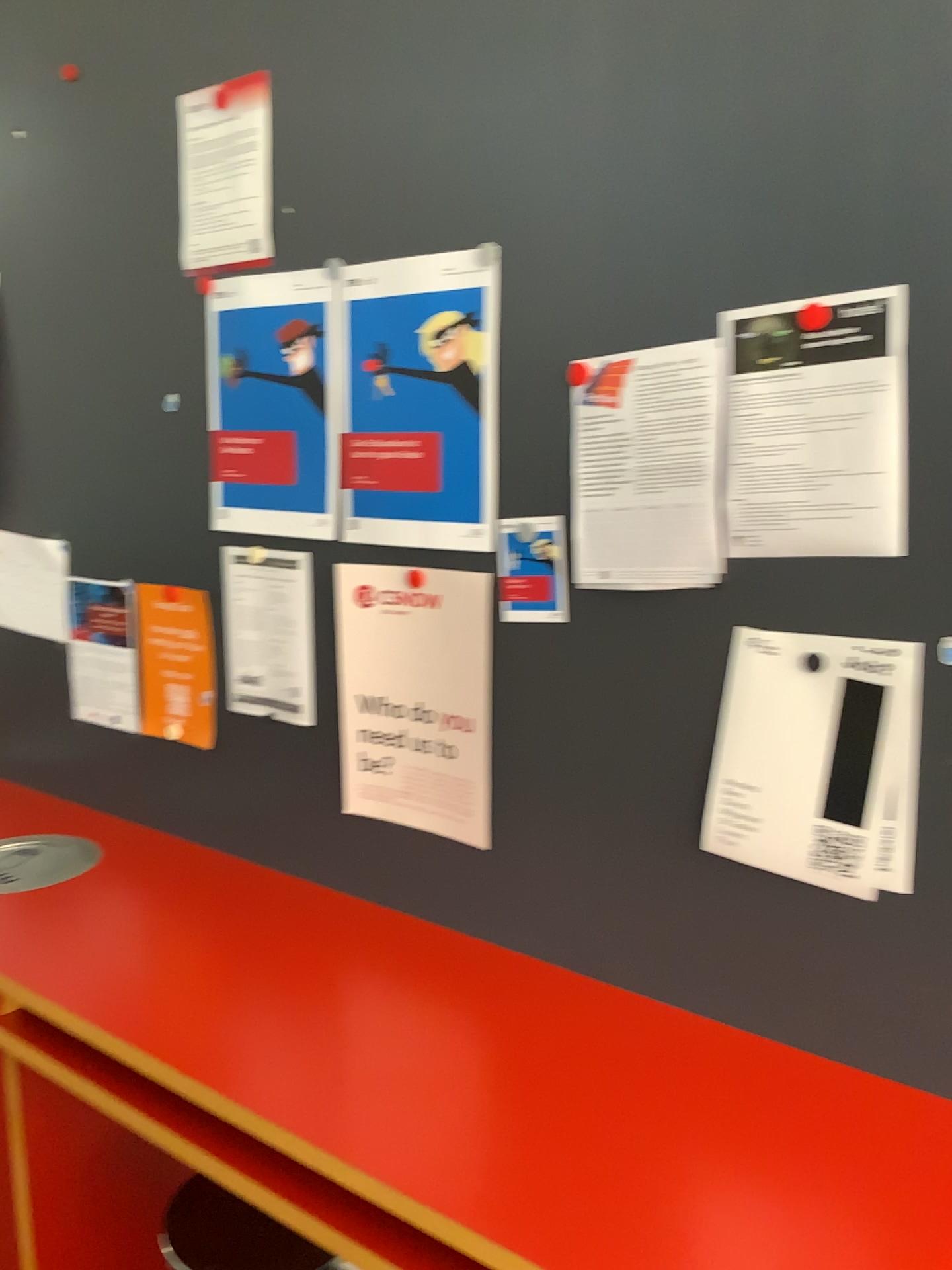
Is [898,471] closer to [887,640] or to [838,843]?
[887,640]

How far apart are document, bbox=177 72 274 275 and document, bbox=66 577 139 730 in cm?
62

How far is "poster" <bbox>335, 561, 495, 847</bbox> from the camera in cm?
156

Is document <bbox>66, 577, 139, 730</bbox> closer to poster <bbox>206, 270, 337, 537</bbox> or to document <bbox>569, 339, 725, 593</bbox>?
poster <bbox>206, 270, 337, 537</bbox>

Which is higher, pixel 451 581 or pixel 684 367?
pixel 684 367

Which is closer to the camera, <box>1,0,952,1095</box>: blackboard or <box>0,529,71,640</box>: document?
<box>1,0,952,1095</box>: blackboard

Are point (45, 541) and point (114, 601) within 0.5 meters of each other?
yes

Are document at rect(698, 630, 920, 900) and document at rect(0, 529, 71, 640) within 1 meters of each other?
no

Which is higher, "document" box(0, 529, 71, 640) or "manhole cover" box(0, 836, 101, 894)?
"document" box(0, 529, 71, 640)

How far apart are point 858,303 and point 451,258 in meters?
0.6 m
